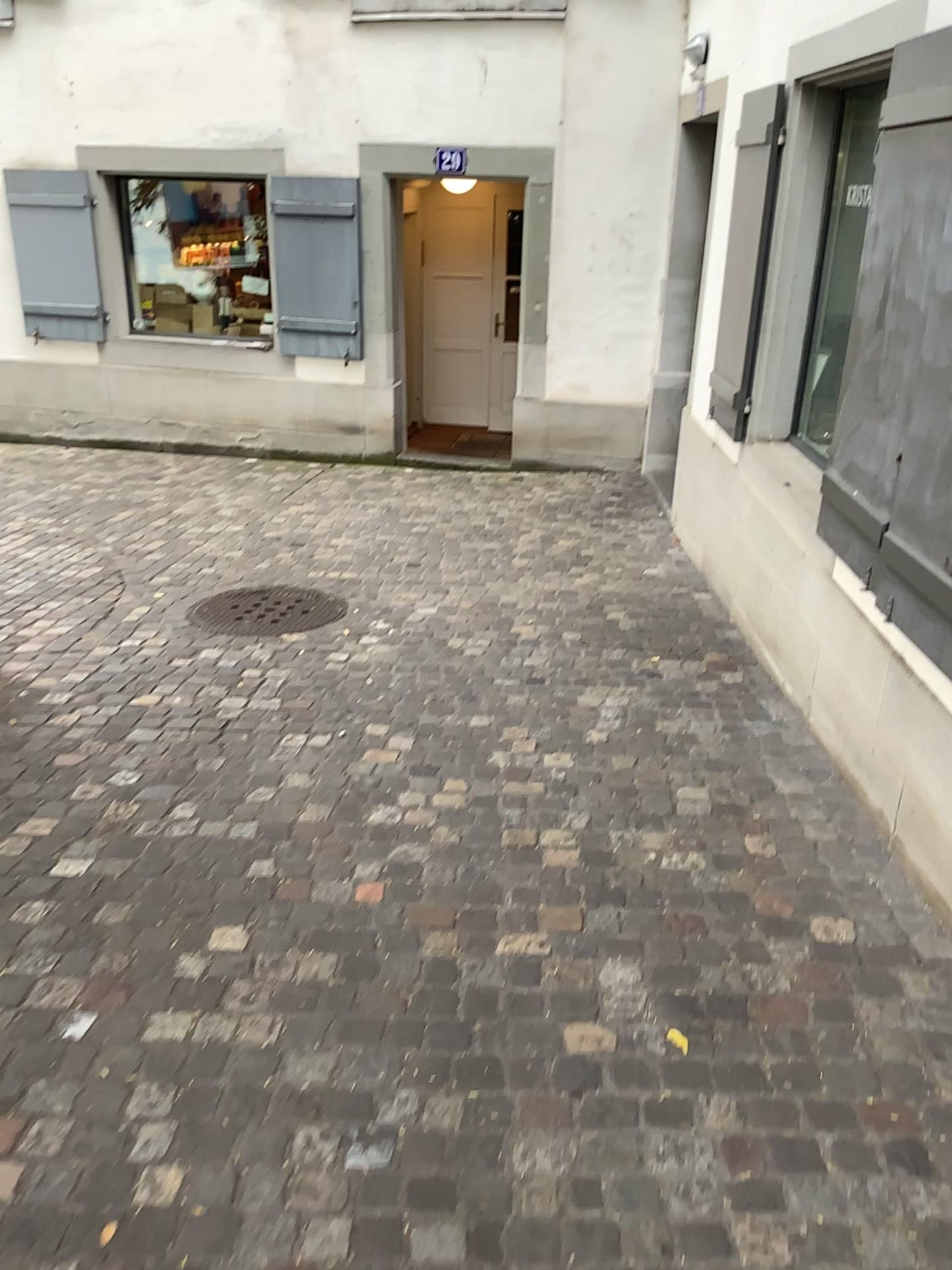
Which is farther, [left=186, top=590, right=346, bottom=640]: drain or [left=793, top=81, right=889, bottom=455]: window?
[left=186, top=590, right=346, bottom=640]: drain

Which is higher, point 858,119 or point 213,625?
point 858,119

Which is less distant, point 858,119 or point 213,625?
point 858,119

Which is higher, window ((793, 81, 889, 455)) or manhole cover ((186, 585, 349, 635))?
window ((793, 81, 889, 455))

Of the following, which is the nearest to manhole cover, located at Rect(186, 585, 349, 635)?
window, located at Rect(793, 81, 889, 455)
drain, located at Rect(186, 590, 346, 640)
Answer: drain, located at Rect(186, 590, 346, 640)

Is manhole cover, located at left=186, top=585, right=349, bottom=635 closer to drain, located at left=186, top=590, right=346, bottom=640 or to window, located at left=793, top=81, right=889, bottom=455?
drain, located at left=186, top=590, right=346, bottom=640

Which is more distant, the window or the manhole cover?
the manhole cover

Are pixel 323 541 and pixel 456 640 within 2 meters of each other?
yes

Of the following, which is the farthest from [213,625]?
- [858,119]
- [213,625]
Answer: [858,119]
